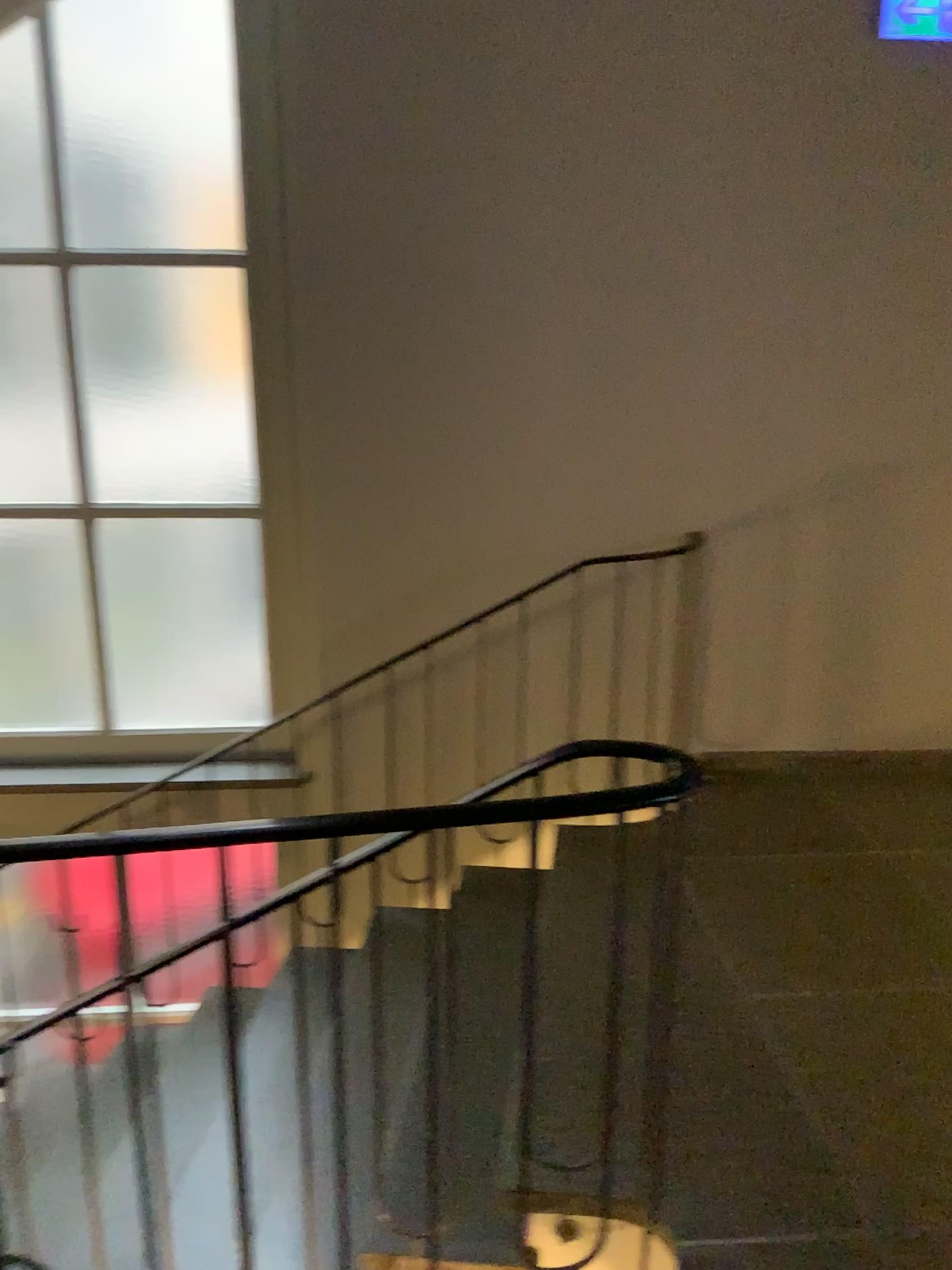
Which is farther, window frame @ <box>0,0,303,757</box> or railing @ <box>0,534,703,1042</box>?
railing @ <box>0,534,703,1042</box>

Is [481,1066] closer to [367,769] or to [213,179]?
[367,769]

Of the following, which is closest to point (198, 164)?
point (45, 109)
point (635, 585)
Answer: point (45, 109)

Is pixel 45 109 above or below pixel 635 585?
above

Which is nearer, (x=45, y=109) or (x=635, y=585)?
(x=45, y=109)
